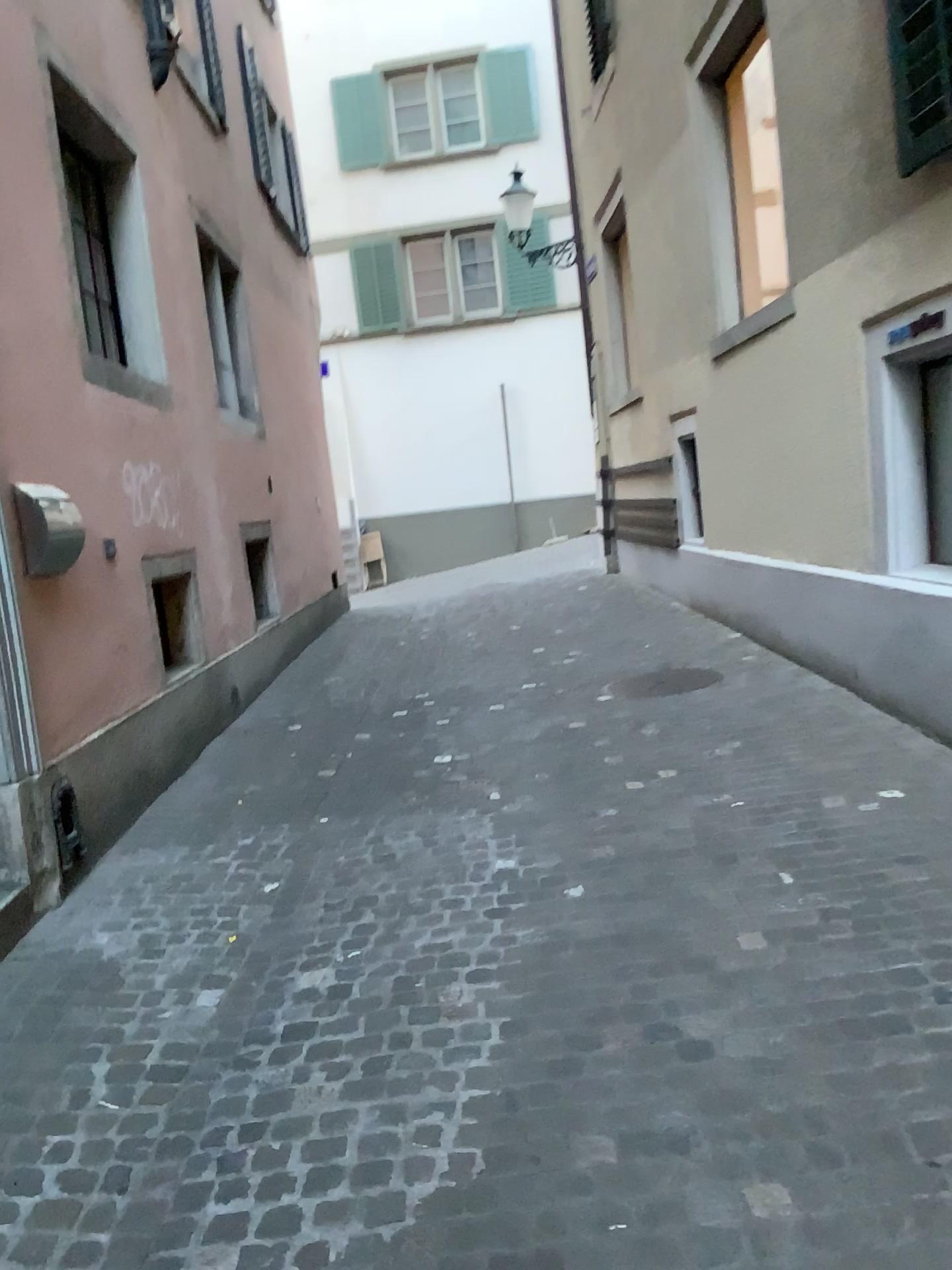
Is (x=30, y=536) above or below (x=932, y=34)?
below

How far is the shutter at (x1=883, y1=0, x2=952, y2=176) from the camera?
3.86m

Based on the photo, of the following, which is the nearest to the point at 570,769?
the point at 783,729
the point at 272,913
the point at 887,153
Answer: the point at 783,729

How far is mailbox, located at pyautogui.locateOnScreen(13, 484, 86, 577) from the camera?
3.7 meters

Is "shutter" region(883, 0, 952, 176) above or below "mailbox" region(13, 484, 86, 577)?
above

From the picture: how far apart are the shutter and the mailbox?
3.5 meters

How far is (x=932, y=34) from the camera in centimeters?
386cm

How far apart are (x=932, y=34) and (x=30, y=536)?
3.7m
